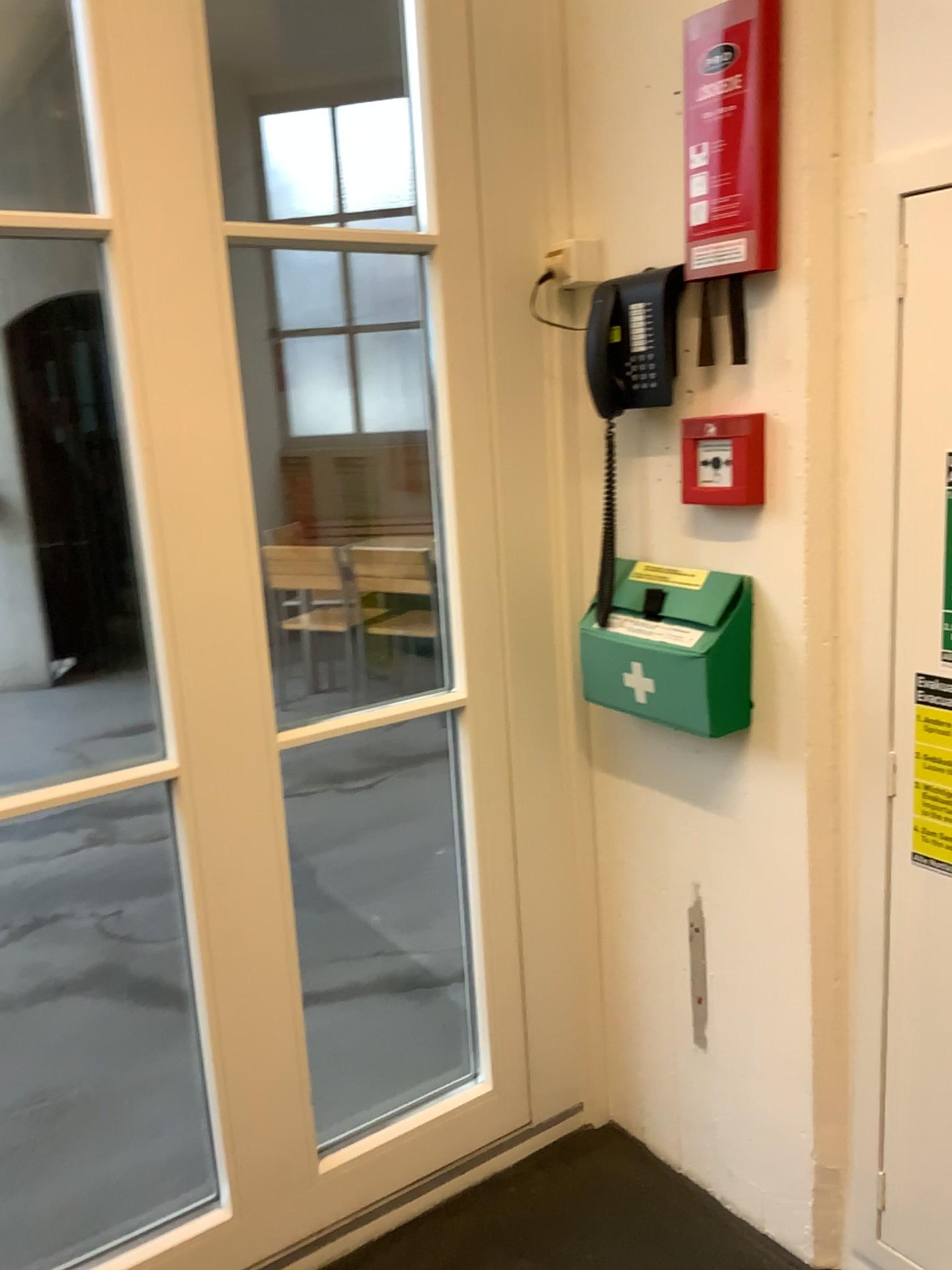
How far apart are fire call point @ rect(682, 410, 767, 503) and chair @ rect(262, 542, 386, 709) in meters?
1.3 m

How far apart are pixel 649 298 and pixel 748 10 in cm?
40

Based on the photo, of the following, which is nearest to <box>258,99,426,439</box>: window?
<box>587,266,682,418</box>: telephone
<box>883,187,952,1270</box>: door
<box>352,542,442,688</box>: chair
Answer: <box>352,542,442,688</box>: chair

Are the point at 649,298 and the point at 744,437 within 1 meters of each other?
yes

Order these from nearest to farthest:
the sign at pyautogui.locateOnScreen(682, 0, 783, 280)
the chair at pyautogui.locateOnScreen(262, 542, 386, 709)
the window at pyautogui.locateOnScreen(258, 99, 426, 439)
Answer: the sign at pyautogui.locateOnScreen(682, 0, 783, 280)
the window at pyautogui.locateOnScreen(258, 99, 426, 439)
the chair at pyautogui.locateOnScreen(262, 542, 386, 709)

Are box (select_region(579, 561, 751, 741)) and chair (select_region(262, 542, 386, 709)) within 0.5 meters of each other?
no

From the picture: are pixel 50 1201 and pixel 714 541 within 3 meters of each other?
yes

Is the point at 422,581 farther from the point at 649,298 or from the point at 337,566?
the point at 649,298

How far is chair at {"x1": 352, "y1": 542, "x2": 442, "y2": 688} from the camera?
2.4m

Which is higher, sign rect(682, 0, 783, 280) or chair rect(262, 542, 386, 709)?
sign rect(682, 0, 783, 280)
